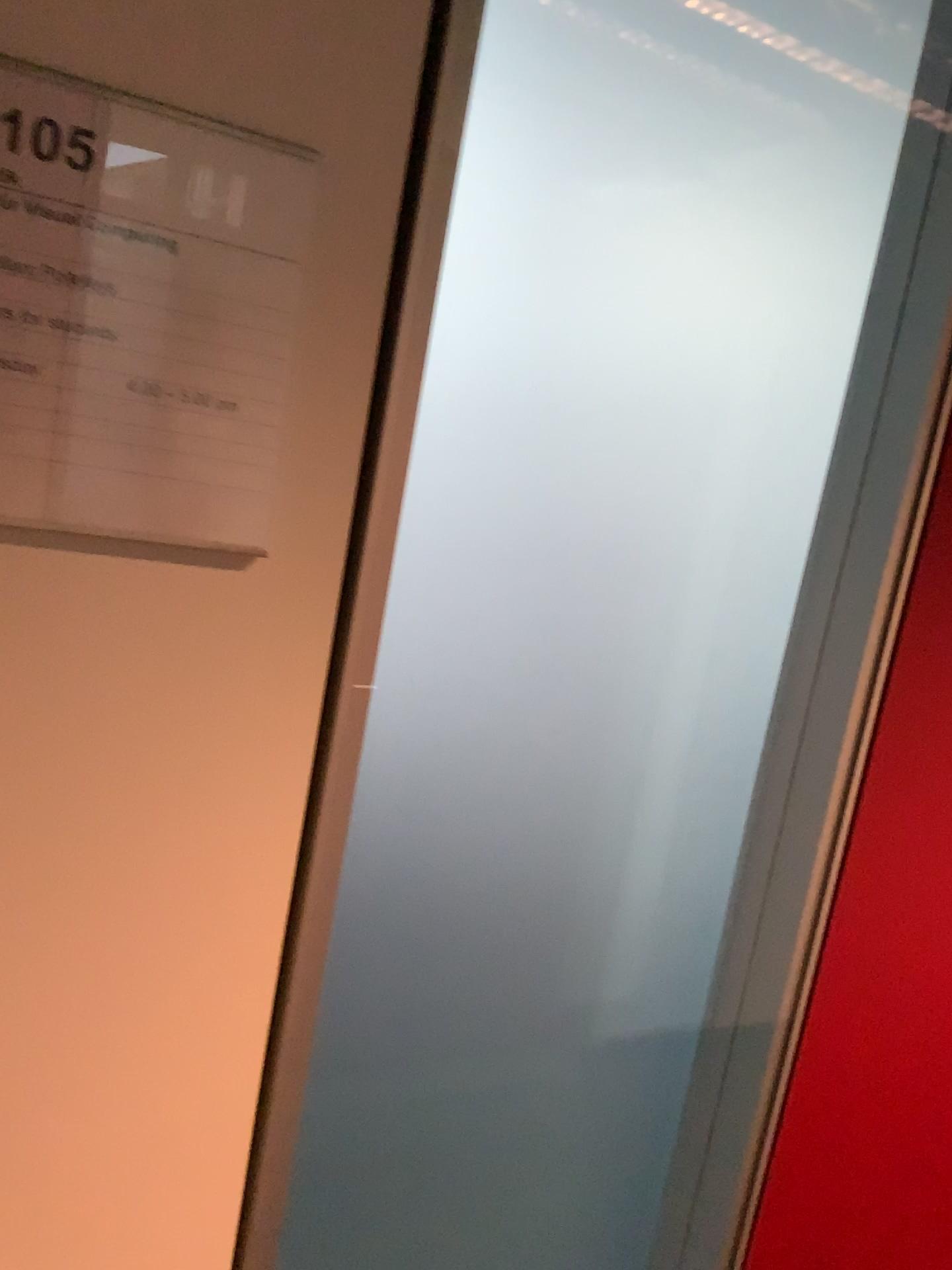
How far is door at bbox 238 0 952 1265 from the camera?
0.74m

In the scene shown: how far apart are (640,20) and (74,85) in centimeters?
42cm

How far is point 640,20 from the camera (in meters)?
0.74

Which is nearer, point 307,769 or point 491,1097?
point 307,769

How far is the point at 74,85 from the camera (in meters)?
0.50

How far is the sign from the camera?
0.5m
